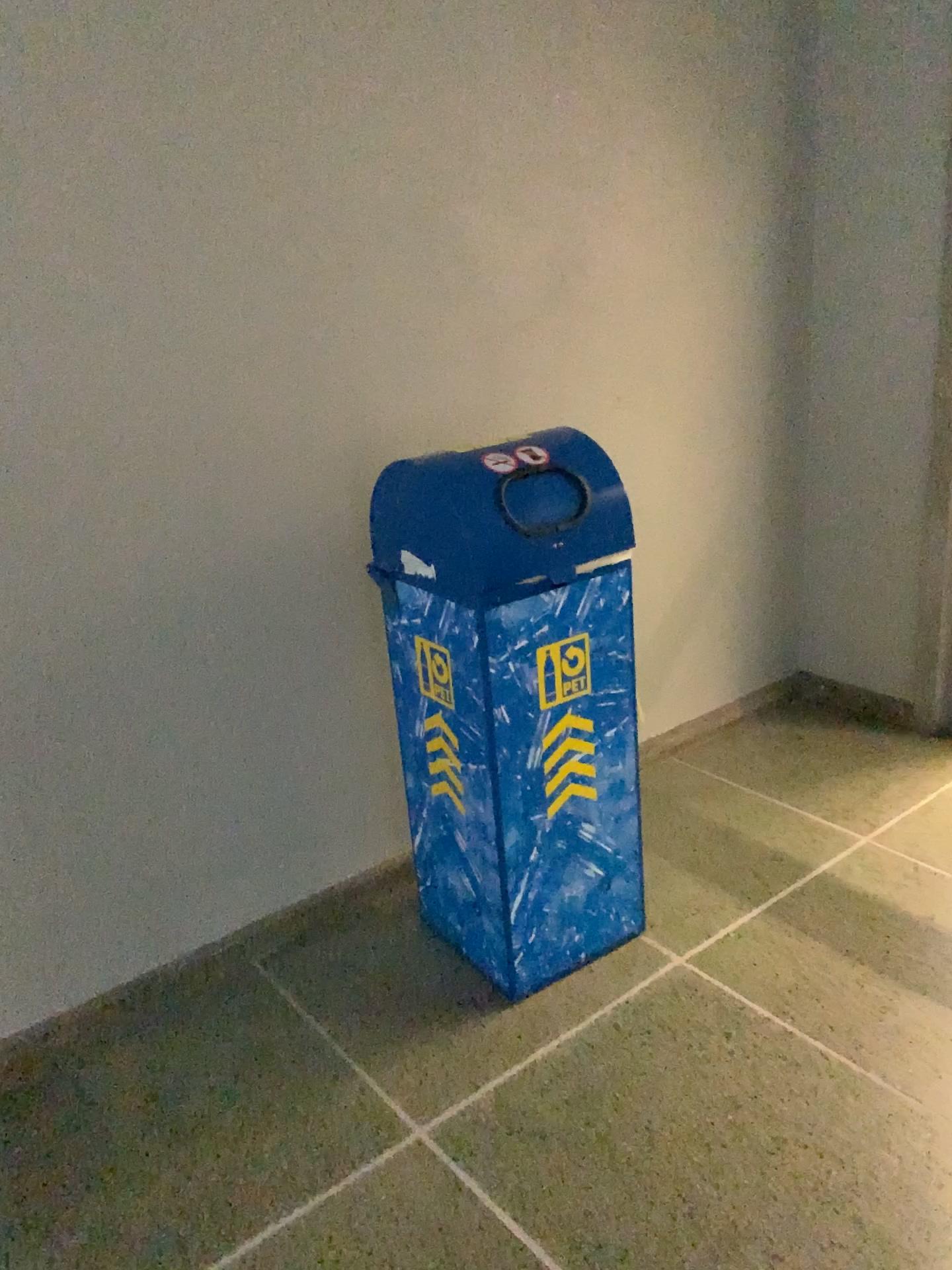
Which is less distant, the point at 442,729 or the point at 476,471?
the point at 476,471

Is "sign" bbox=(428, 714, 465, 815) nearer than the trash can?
No

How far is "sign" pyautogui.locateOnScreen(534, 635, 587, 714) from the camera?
2.0 meters

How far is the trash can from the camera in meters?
1.9 m

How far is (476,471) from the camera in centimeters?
189cm

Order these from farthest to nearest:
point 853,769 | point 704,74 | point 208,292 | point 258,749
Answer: Result: point 853,769 → point 704,74 → point 258,749 → point 208,292

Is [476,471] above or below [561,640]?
above
